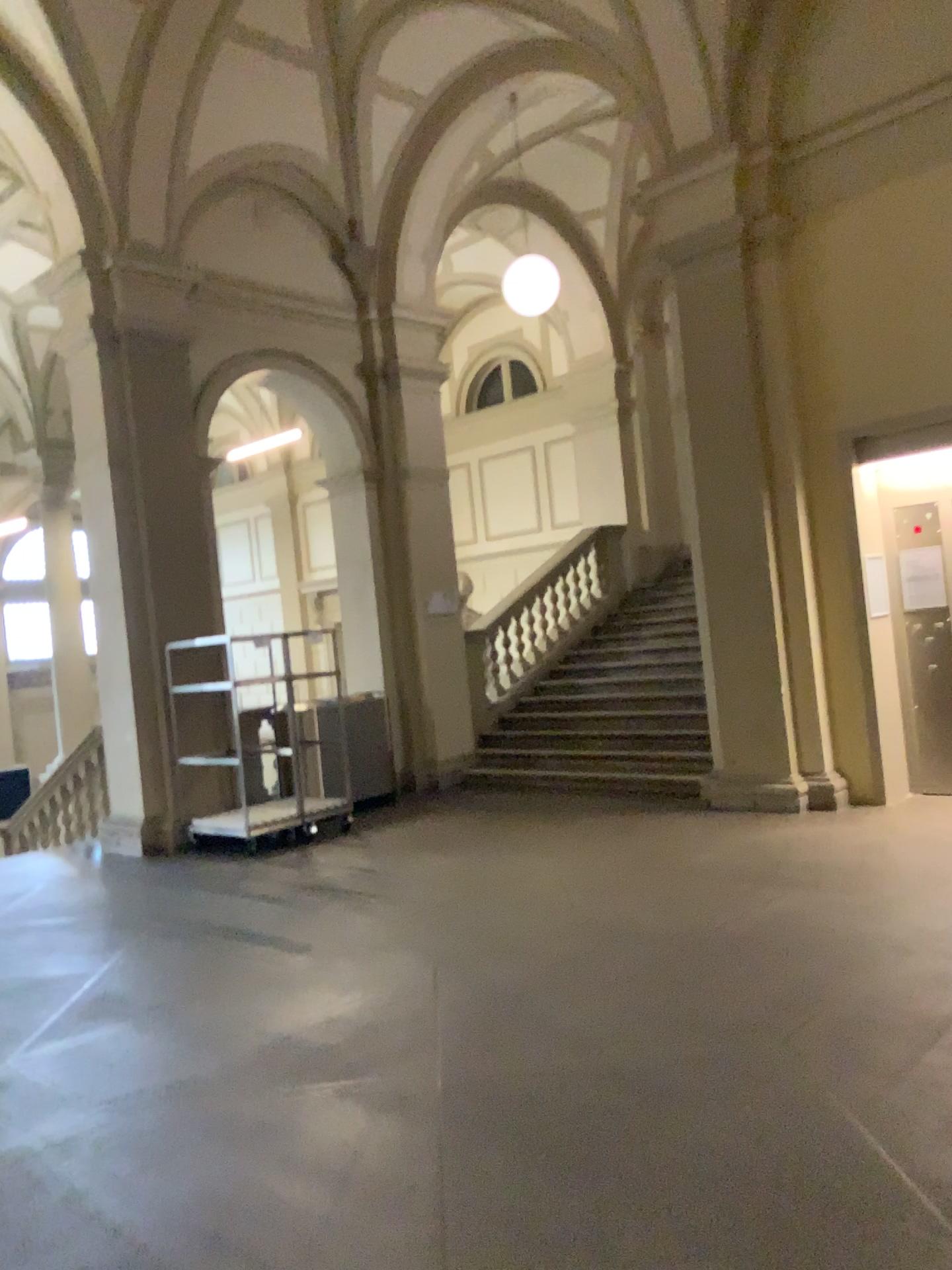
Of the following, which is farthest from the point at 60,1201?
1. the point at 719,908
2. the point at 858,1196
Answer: the point at 719,908
